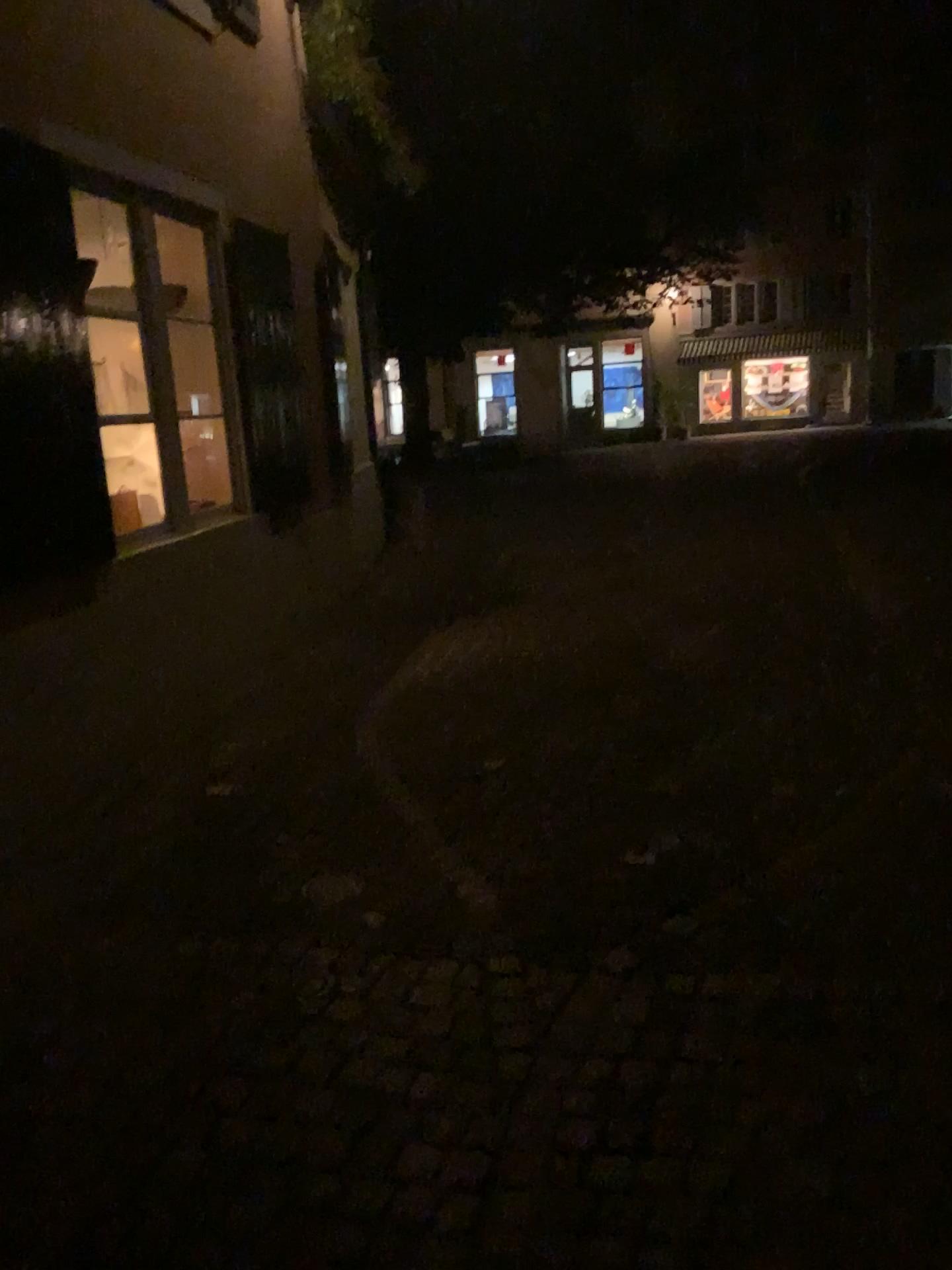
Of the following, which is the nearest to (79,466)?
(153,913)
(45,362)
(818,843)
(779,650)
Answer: (45,362)
